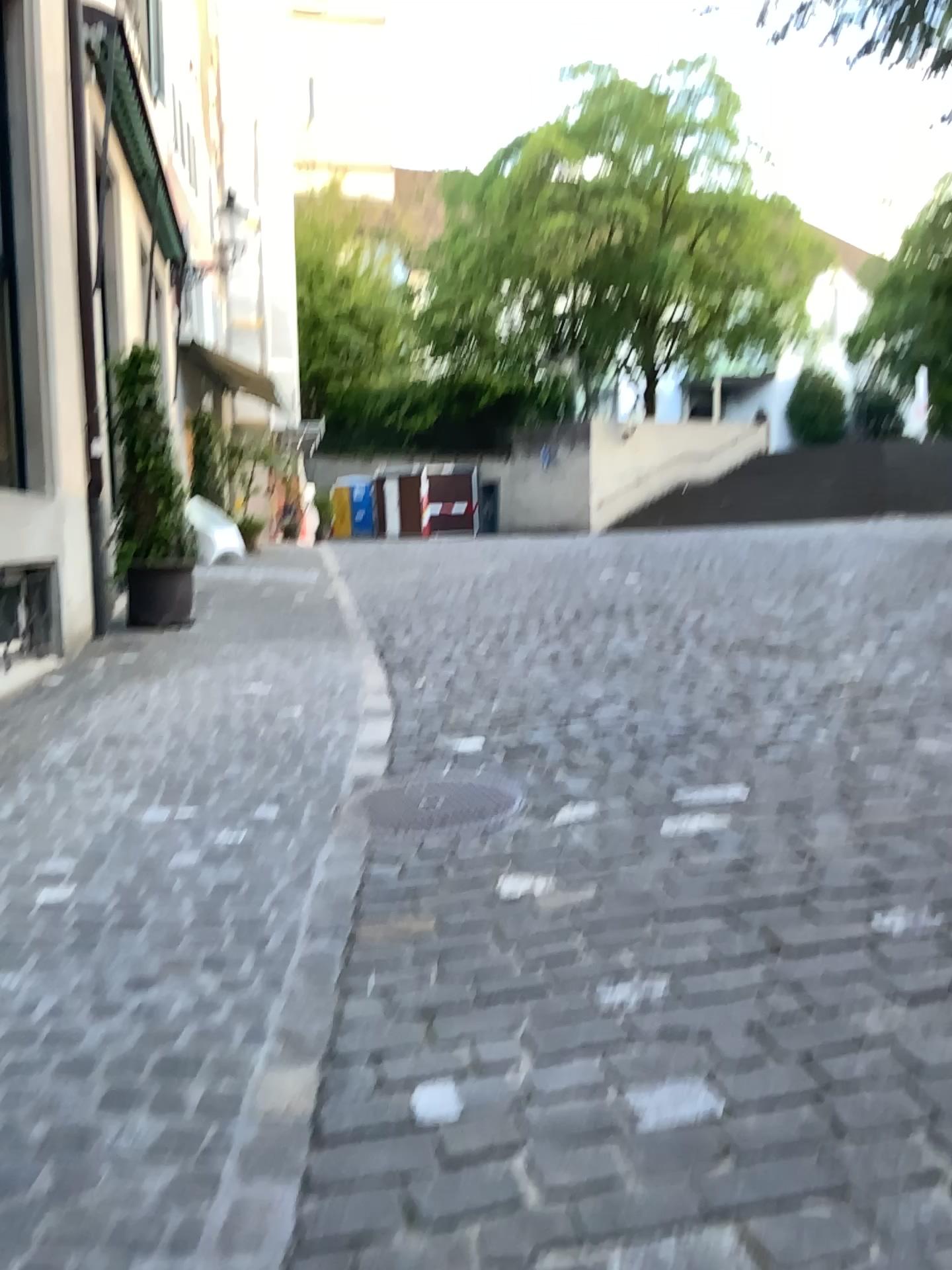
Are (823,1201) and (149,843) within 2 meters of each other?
no
